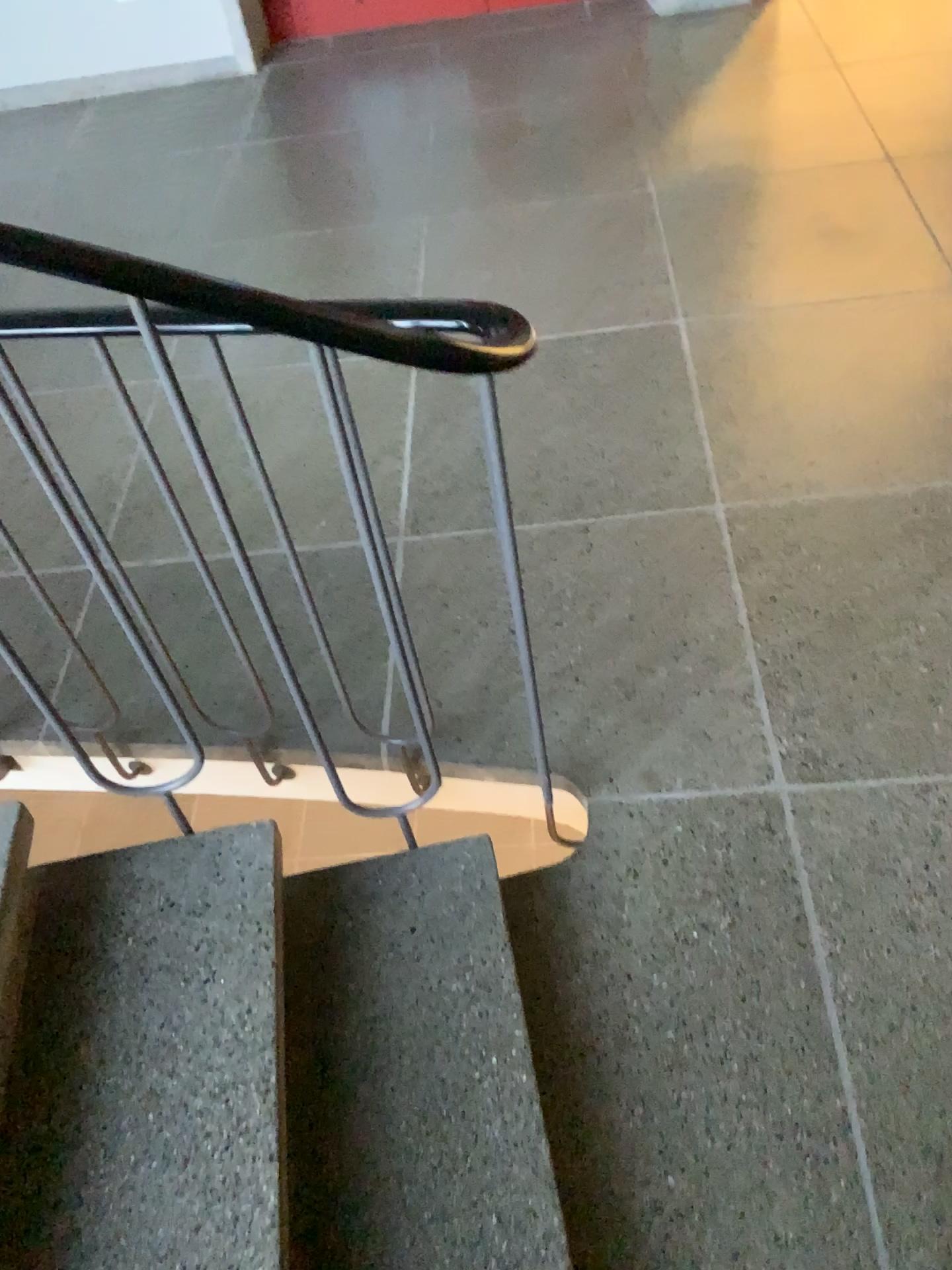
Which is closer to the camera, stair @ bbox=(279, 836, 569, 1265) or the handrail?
the handrail

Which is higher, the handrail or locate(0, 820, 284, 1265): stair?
the handrail

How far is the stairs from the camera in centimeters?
118cm

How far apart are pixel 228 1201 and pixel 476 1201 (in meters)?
0.30

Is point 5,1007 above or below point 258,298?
below

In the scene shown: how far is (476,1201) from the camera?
1.3m

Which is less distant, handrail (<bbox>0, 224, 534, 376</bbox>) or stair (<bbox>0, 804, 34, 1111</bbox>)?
handrail (<bbox>0, 224, 534, 376</bbox>)

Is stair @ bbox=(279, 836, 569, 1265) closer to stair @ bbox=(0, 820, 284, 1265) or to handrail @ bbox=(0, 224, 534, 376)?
stair @ bbox=(0, 820, 284, 1265)

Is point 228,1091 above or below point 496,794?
above

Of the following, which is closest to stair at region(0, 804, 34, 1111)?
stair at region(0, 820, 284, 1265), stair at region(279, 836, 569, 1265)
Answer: stair at region(0, 820, 284, 1265)
